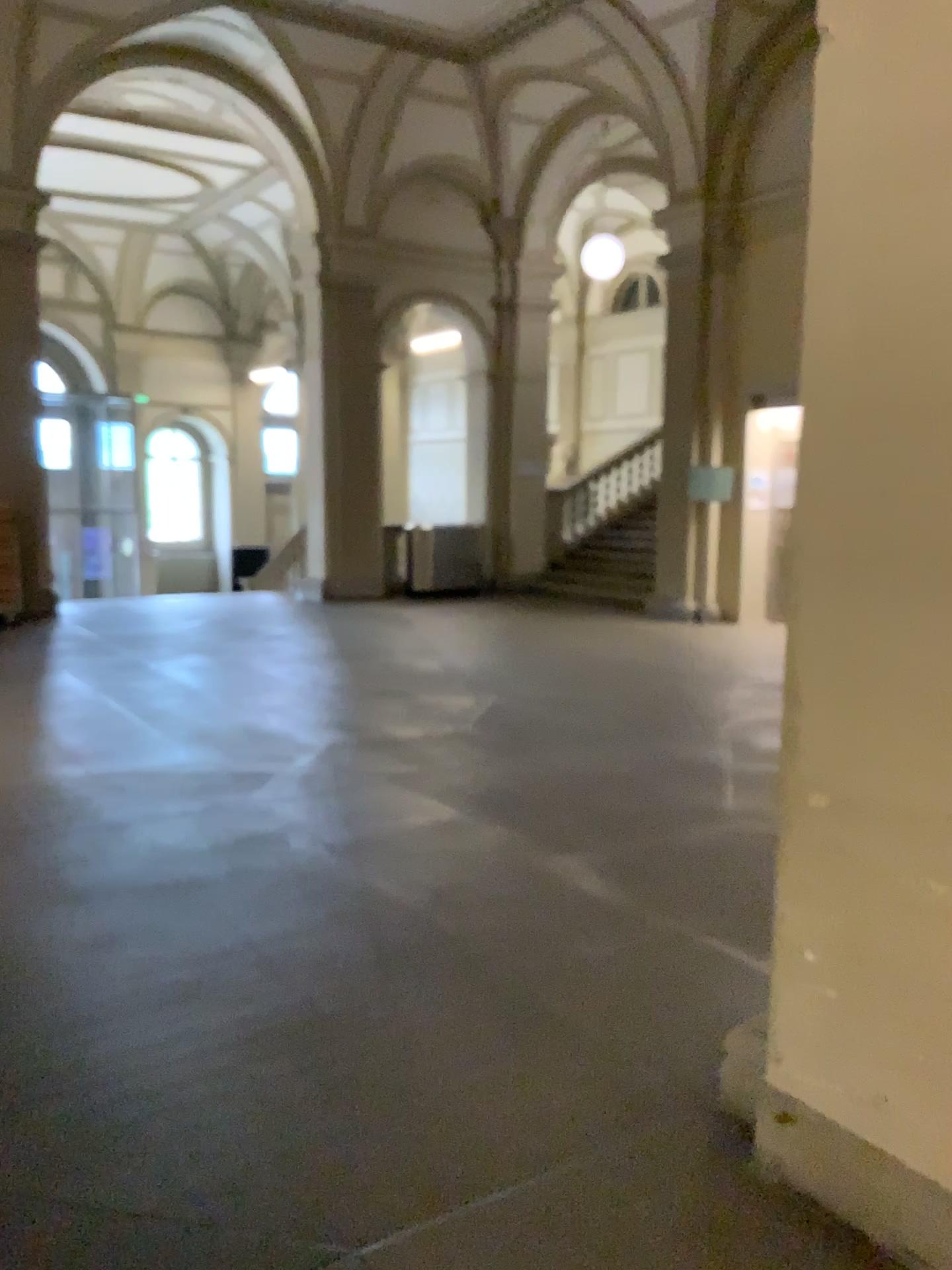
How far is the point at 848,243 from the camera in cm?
212

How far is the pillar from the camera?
2.0 meters

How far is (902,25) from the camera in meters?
2.0
